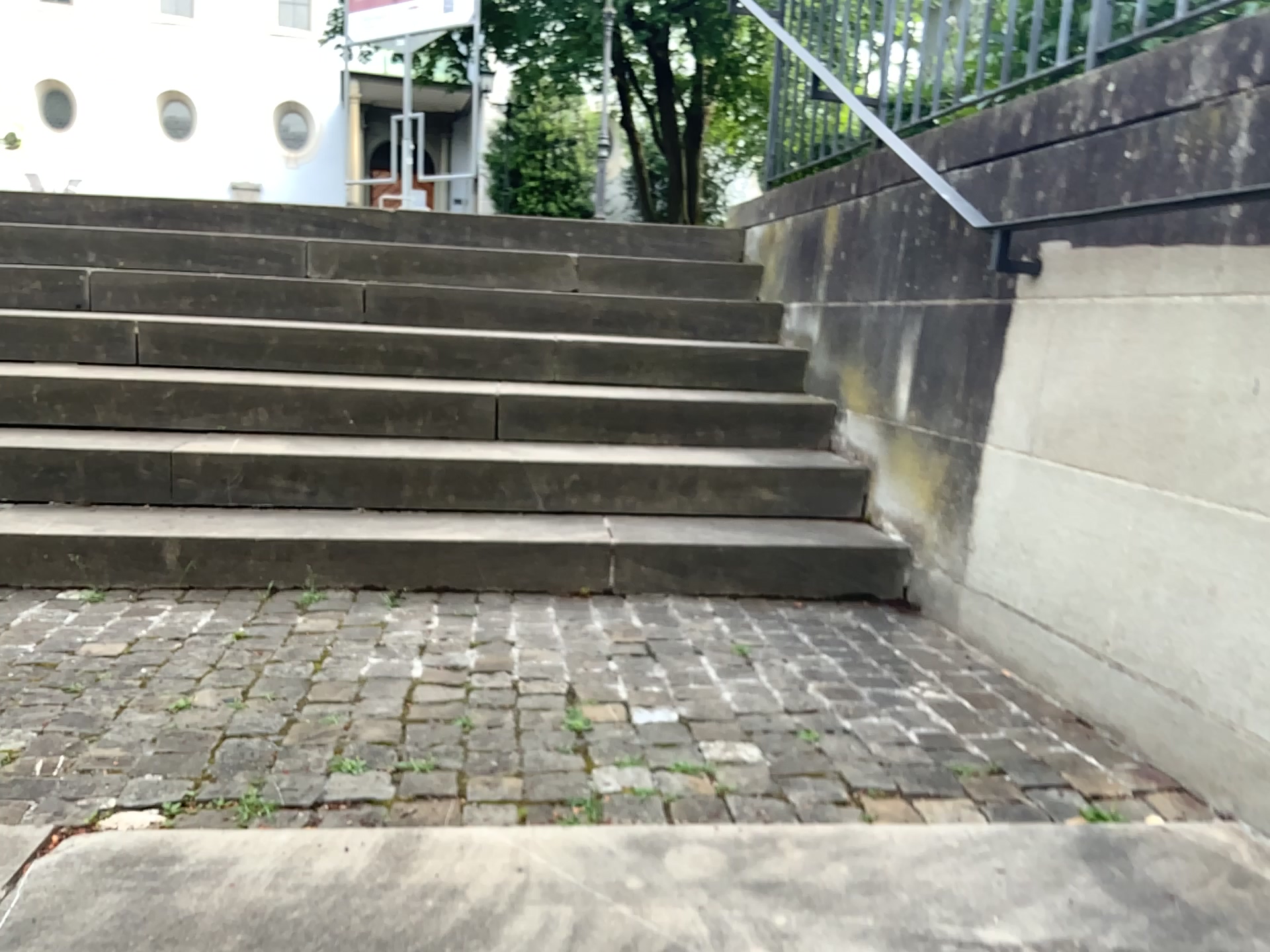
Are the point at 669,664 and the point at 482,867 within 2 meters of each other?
yes
